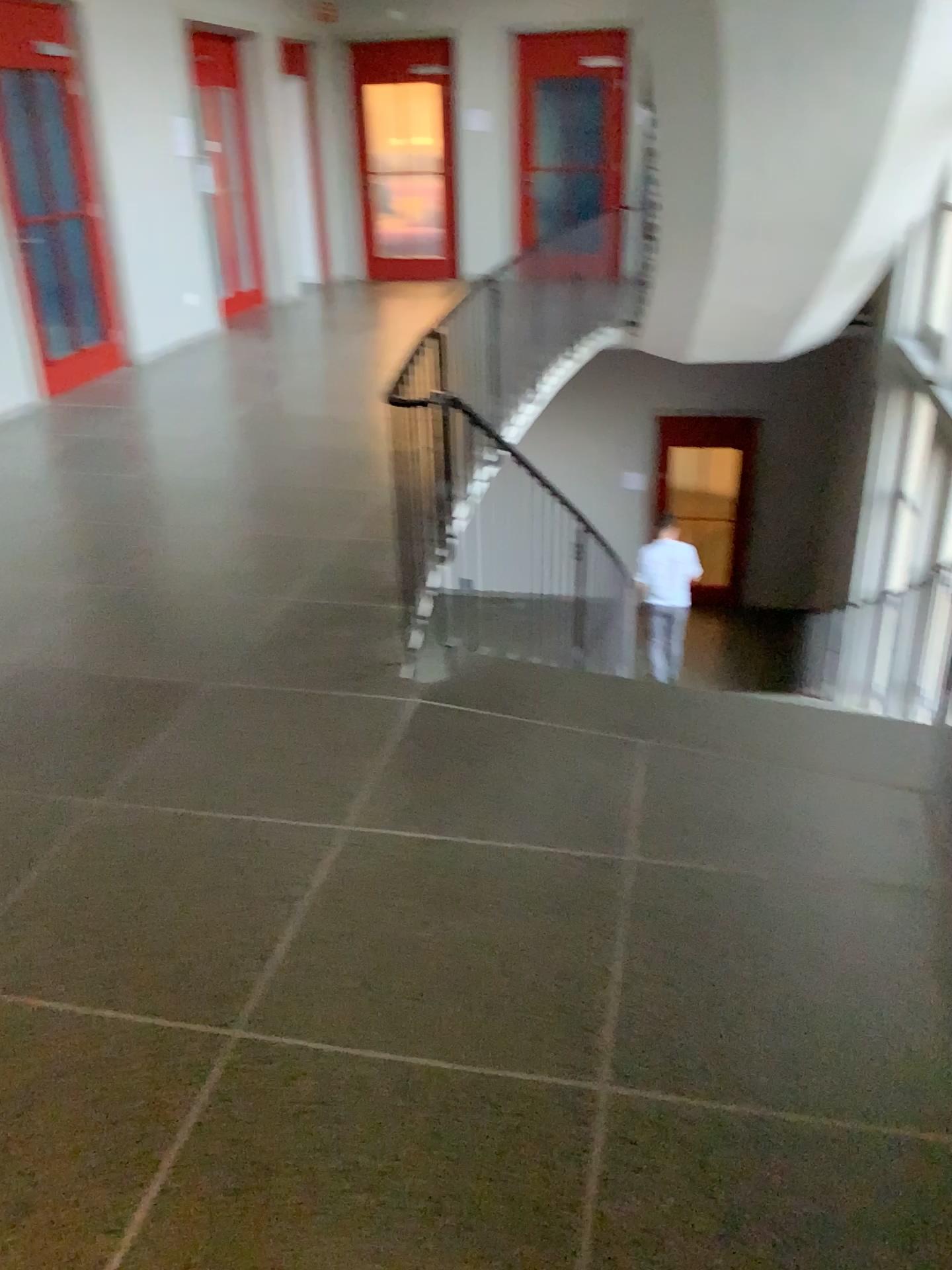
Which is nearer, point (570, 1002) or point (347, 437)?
point (570, 1002)
